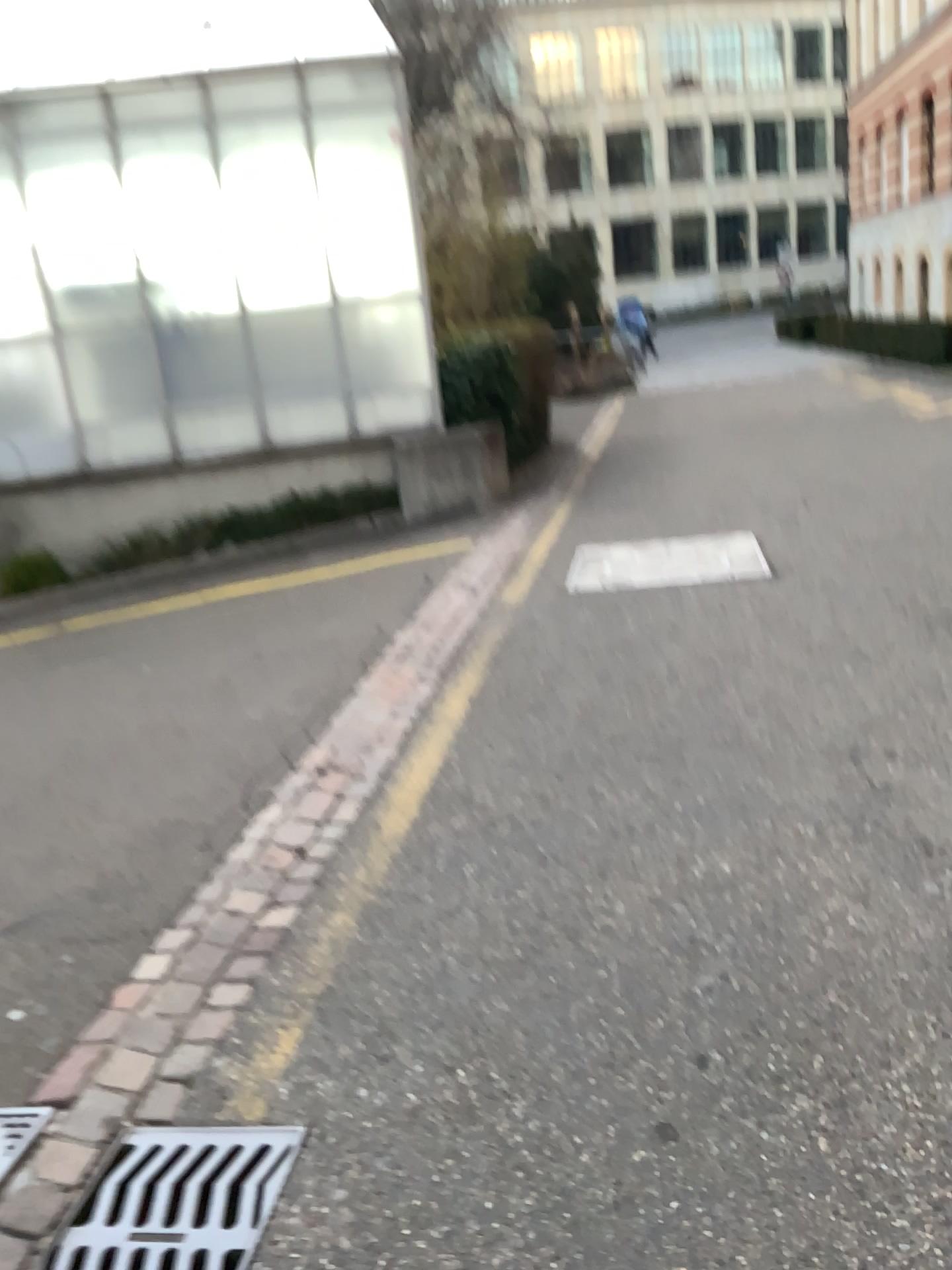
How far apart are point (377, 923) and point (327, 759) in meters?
1.2

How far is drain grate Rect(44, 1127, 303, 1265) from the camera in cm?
180

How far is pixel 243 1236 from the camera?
1.80m
